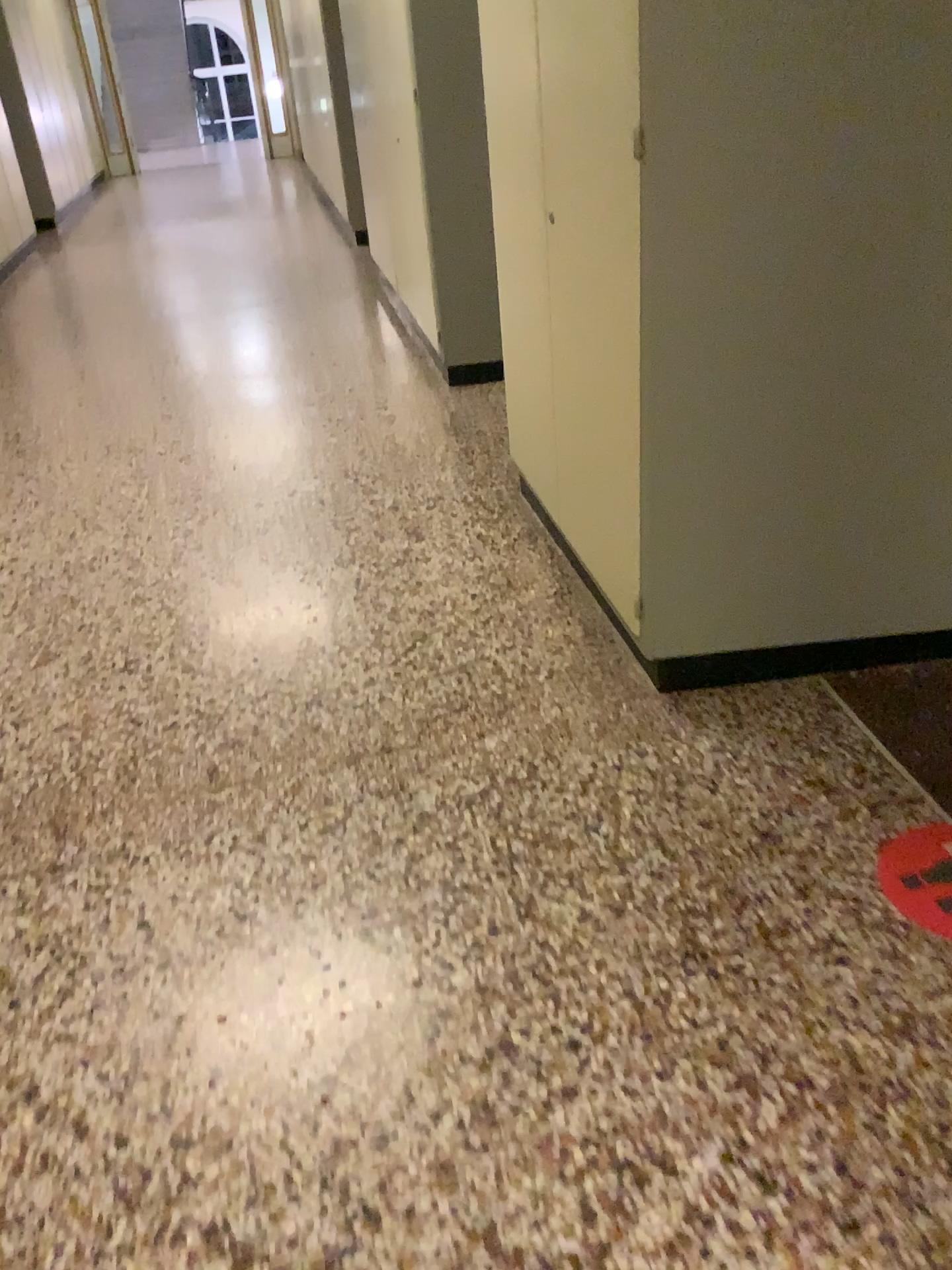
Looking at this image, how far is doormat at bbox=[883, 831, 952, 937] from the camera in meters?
1.8 m

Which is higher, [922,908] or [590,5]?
[590,5]

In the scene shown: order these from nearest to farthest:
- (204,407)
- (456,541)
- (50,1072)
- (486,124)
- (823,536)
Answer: (50,1072) → (823,536) → (486,124) → (456,541) → (204,407)

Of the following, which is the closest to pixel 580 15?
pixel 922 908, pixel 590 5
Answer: pixel 590 5

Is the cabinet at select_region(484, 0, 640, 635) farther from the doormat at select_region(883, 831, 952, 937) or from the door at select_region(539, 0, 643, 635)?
the doormat at select_region(883, 831, 952, 937)

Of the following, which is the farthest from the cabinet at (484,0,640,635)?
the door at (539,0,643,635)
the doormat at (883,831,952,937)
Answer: the doormat at (883,831,952,937)

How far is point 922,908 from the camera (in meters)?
1.78
